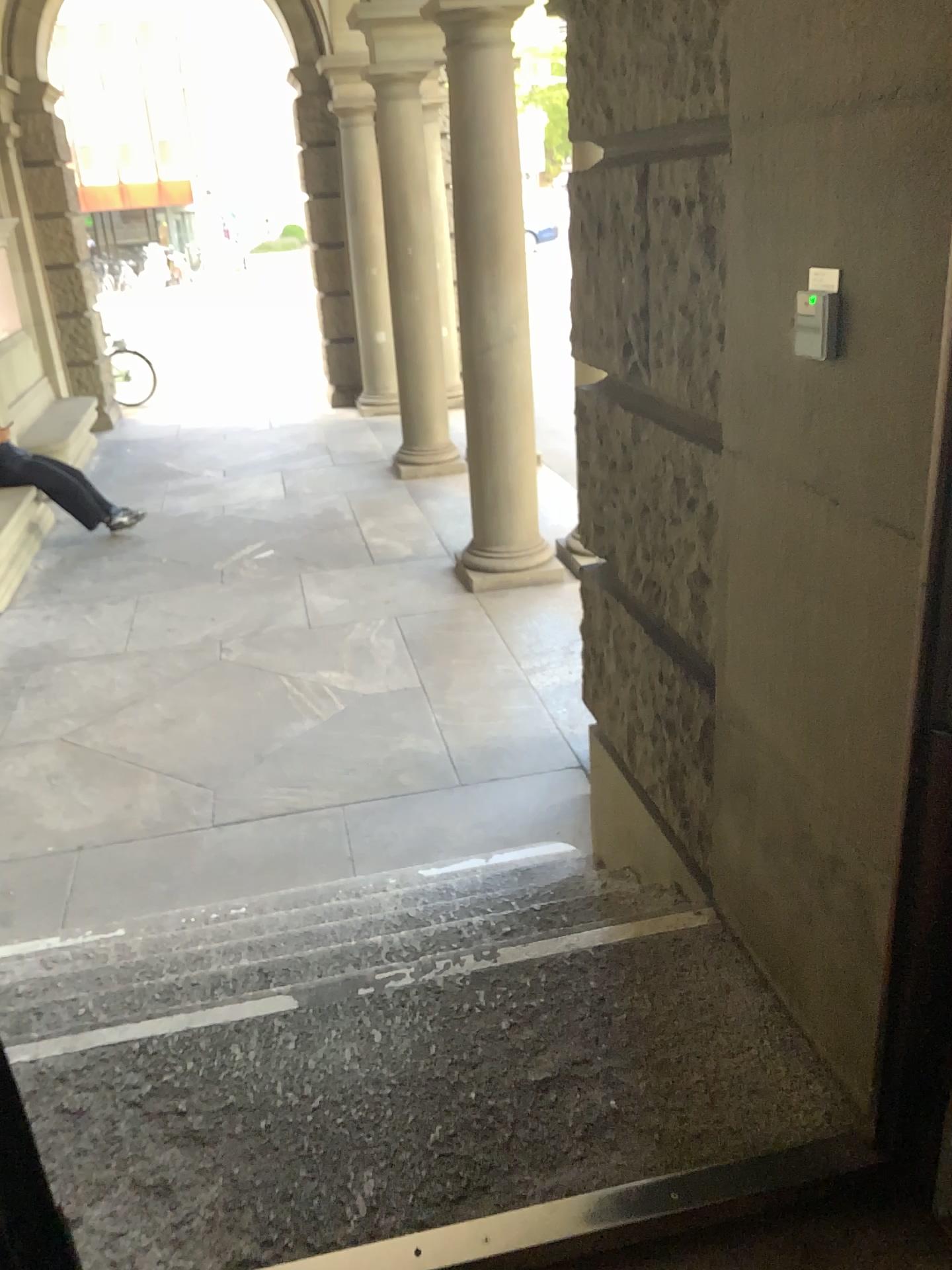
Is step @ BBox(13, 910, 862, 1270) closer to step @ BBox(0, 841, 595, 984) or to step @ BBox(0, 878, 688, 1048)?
step @ BBox(0, 878, 688, 1048)

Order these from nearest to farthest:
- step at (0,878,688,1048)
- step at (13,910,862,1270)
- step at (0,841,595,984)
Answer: step at (13,910,862,1270)
step at (0,878,688,1048)
step at (0,841,595,984)

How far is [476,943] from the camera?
2.2m

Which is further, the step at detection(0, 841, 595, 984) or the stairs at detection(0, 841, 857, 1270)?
the step at detection(0, 841, 595, 984)

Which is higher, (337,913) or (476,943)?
(476,943)

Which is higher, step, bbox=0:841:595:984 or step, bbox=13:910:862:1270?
step, bbox=13:910:862:1270

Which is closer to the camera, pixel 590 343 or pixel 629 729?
pixel 590 343

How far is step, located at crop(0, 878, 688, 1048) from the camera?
2.24m

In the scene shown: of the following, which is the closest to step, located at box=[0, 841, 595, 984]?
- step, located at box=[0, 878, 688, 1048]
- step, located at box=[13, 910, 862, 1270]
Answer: step, located at box=[0, 878, 688, 1048]

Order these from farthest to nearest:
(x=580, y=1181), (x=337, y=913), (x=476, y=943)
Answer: (x=337, y=913) → (x=476, y=943) → (x=580, y=1181)
